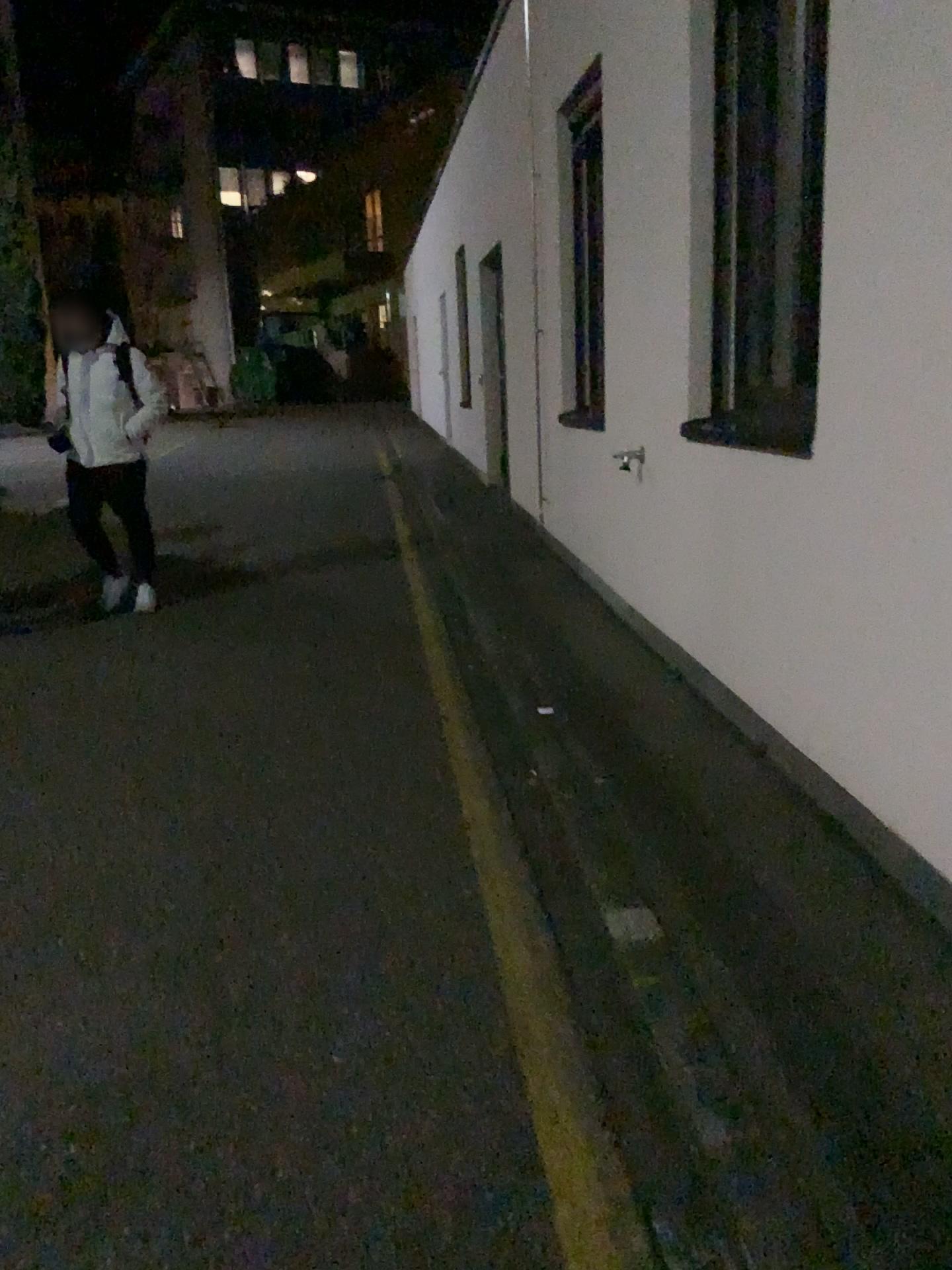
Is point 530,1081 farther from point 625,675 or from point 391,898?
point 625,675
